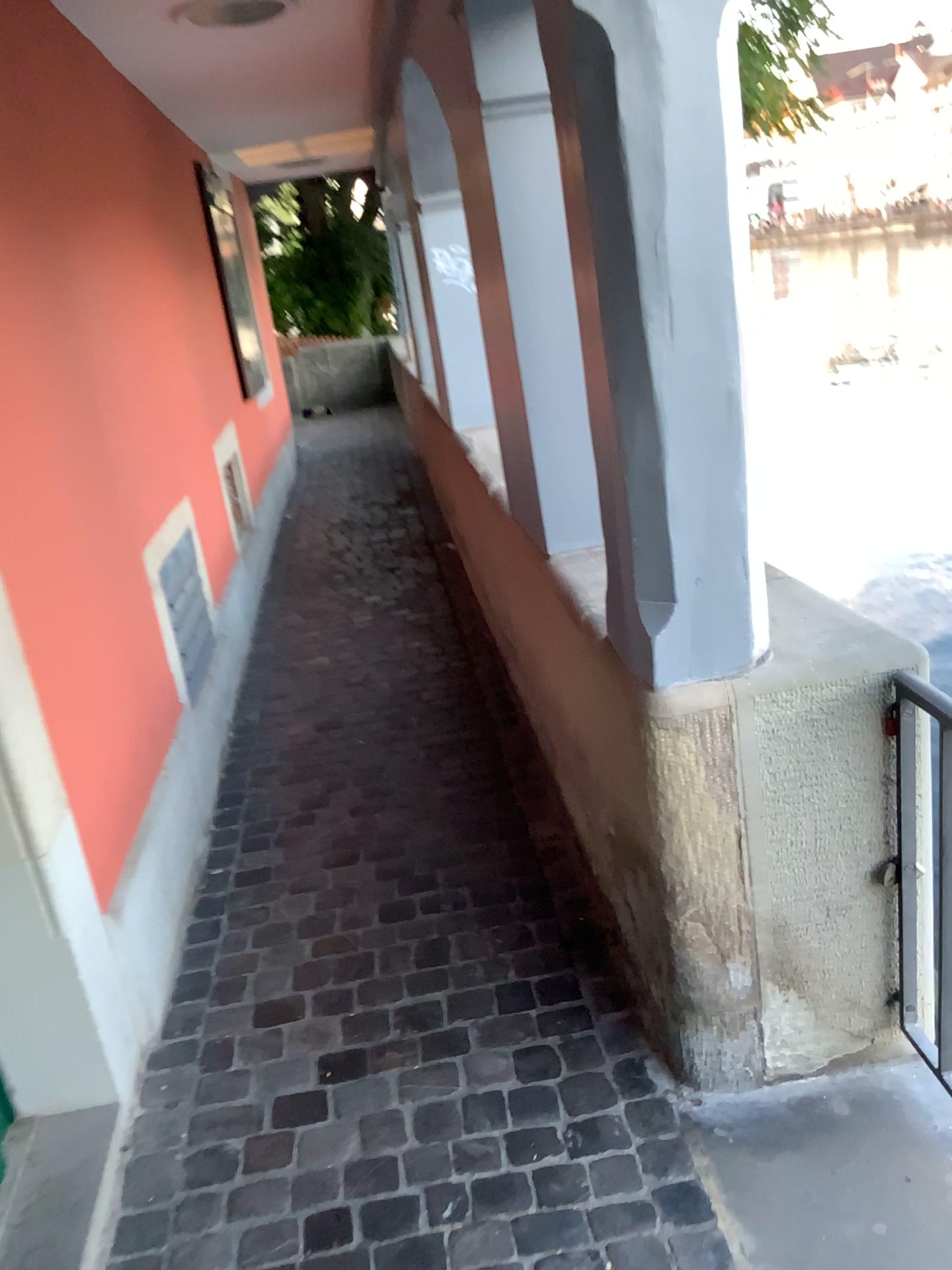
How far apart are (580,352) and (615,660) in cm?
47

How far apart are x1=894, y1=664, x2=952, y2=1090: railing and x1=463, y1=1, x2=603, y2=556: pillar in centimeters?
69cm

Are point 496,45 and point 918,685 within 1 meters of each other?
no

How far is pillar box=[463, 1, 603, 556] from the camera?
2.01m

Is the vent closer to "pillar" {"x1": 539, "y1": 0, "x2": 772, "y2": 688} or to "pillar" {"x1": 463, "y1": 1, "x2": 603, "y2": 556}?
"pillar" {"x1": 463, "y1": 1, "x2": 603, "y2": 556}

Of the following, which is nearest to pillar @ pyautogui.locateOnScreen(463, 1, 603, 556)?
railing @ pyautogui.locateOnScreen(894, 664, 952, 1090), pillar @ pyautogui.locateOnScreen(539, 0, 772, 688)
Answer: pillar @ pyautogui.locateOnScreen(539, 0, 772, 688)

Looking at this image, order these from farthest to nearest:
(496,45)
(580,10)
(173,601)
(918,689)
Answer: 1. (173,601)
2. (496,45)
3. (918,689)
4. (580,10)

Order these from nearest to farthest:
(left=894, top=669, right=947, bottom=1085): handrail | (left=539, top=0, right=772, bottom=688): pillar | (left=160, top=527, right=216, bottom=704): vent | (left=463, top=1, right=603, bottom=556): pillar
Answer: (left=539, top=0, right=772, bottom=688): pillar → (left=894, top=669, right=947, bottom=1085): handrail → (left=463, top=1, right=603, bottom=556): pillar → (left=160, top=527, right=216, bottom=704): vent

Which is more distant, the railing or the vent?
the vent

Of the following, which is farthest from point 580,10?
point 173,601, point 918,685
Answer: point 173,601
